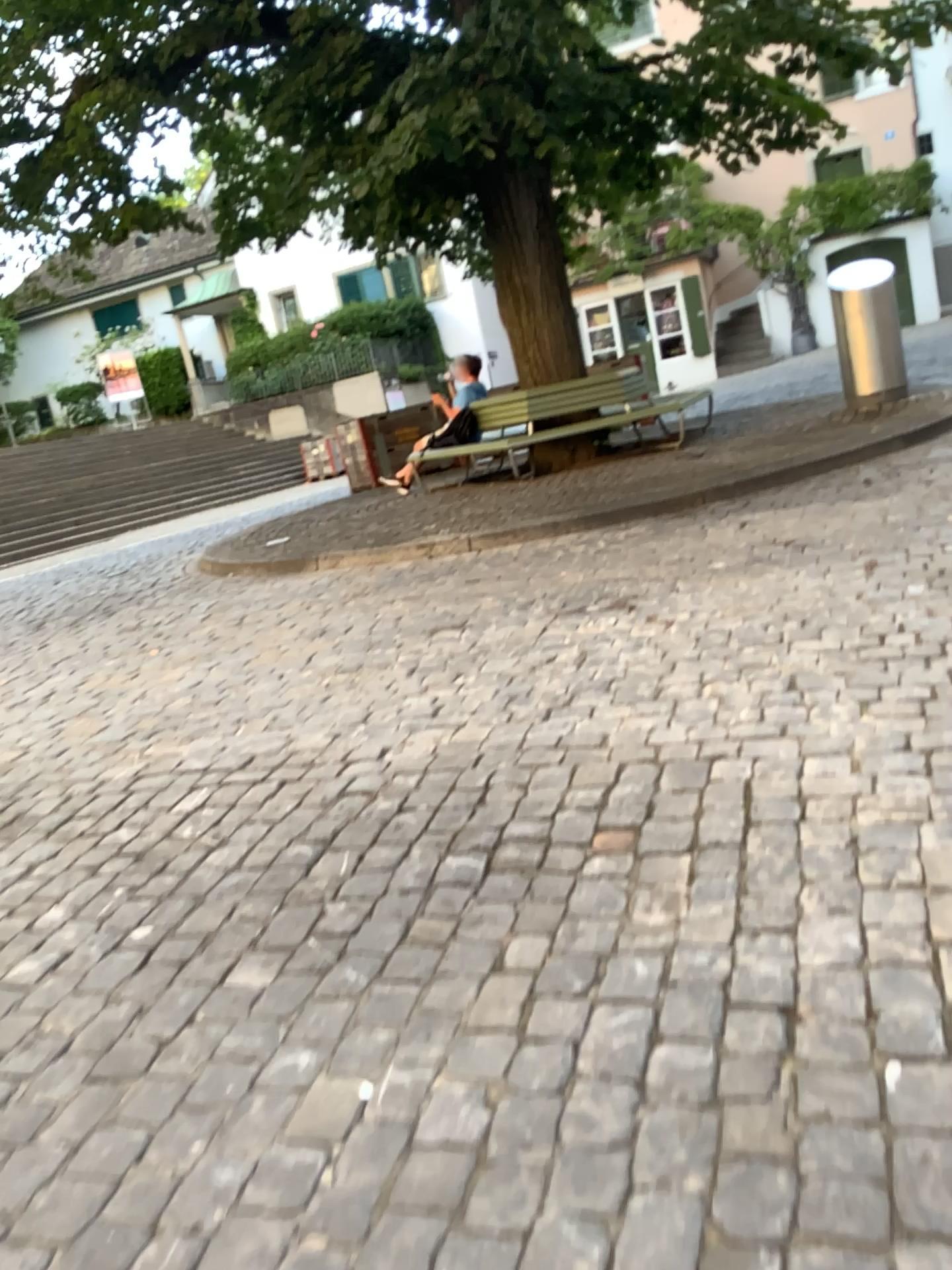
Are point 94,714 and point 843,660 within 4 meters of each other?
yes
